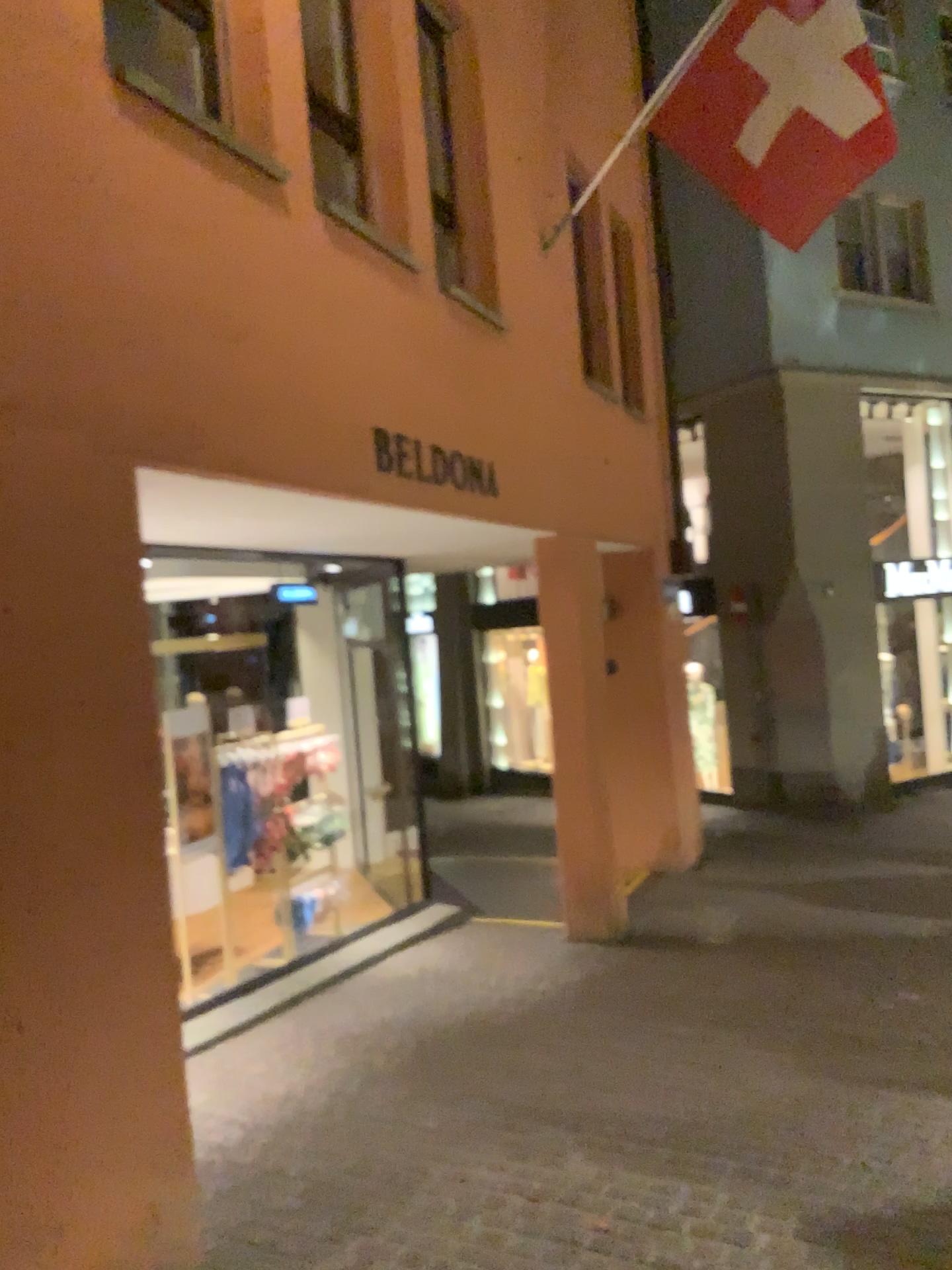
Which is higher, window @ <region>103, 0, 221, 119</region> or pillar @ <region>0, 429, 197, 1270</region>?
window @ <region>103, 0, 221, 119</region>

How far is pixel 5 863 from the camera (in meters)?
2.28

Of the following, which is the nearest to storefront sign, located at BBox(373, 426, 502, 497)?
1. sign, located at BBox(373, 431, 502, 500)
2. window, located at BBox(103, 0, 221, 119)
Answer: sign, located at BBox(373, 431, 502, 500)

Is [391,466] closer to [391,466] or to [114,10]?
[391,466]

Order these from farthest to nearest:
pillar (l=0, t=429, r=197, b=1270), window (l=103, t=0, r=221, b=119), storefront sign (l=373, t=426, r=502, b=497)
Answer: storefront sign (l=373, t=426, r=502, b=497), window (l=103, t=0, r=221, b=119), pillar (l=0, t=429, r=197, b=1270)

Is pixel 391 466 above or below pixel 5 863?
above

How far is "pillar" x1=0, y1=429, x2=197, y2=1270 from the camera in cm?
228

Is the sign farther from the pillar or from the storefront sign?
the pillar

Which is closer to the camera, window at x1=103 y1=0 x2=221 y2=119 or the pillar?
the pillar

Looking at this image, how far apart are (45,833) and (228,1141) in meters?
1.9
